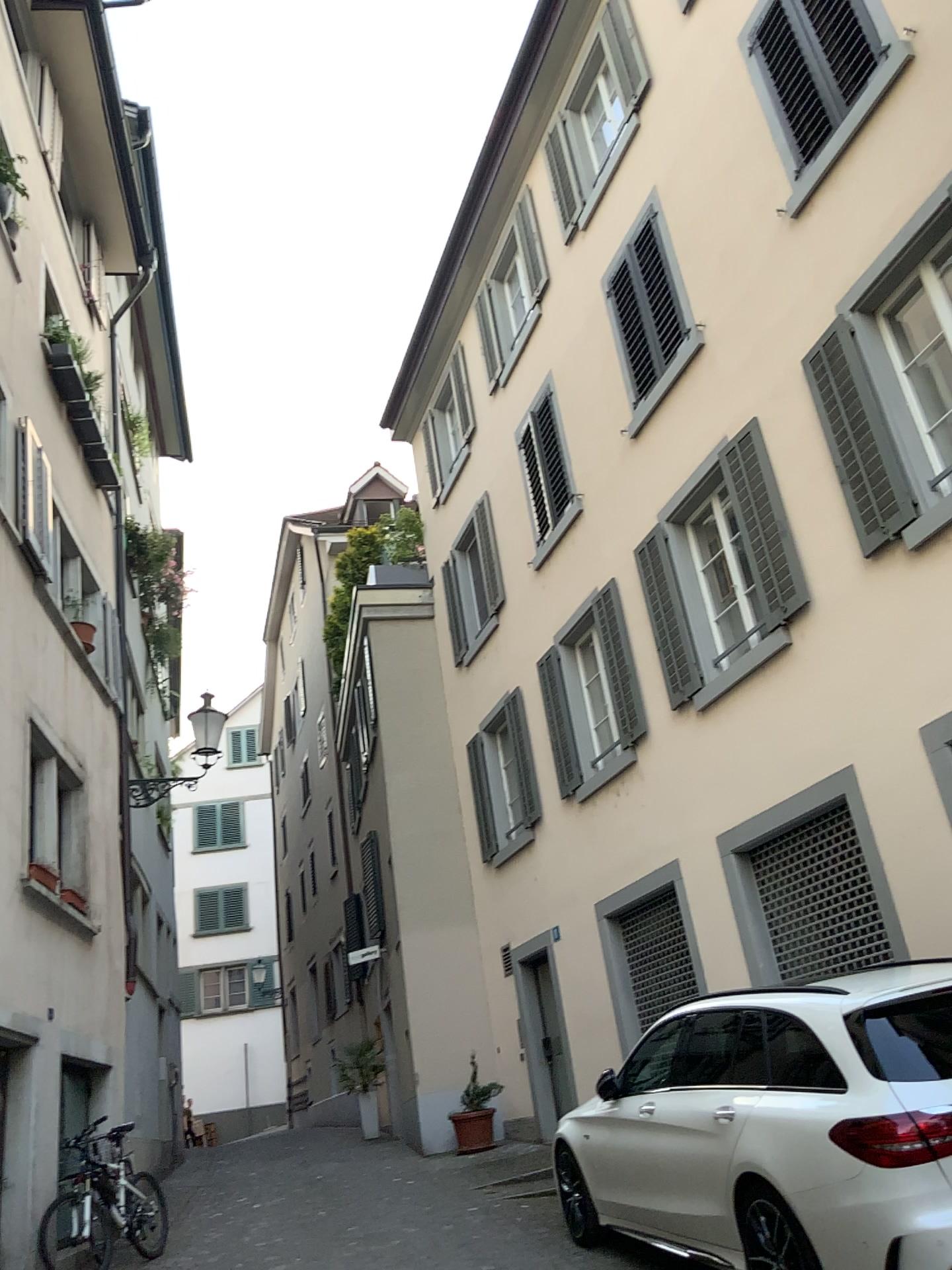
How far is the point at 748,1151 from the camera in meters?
4.6 m
